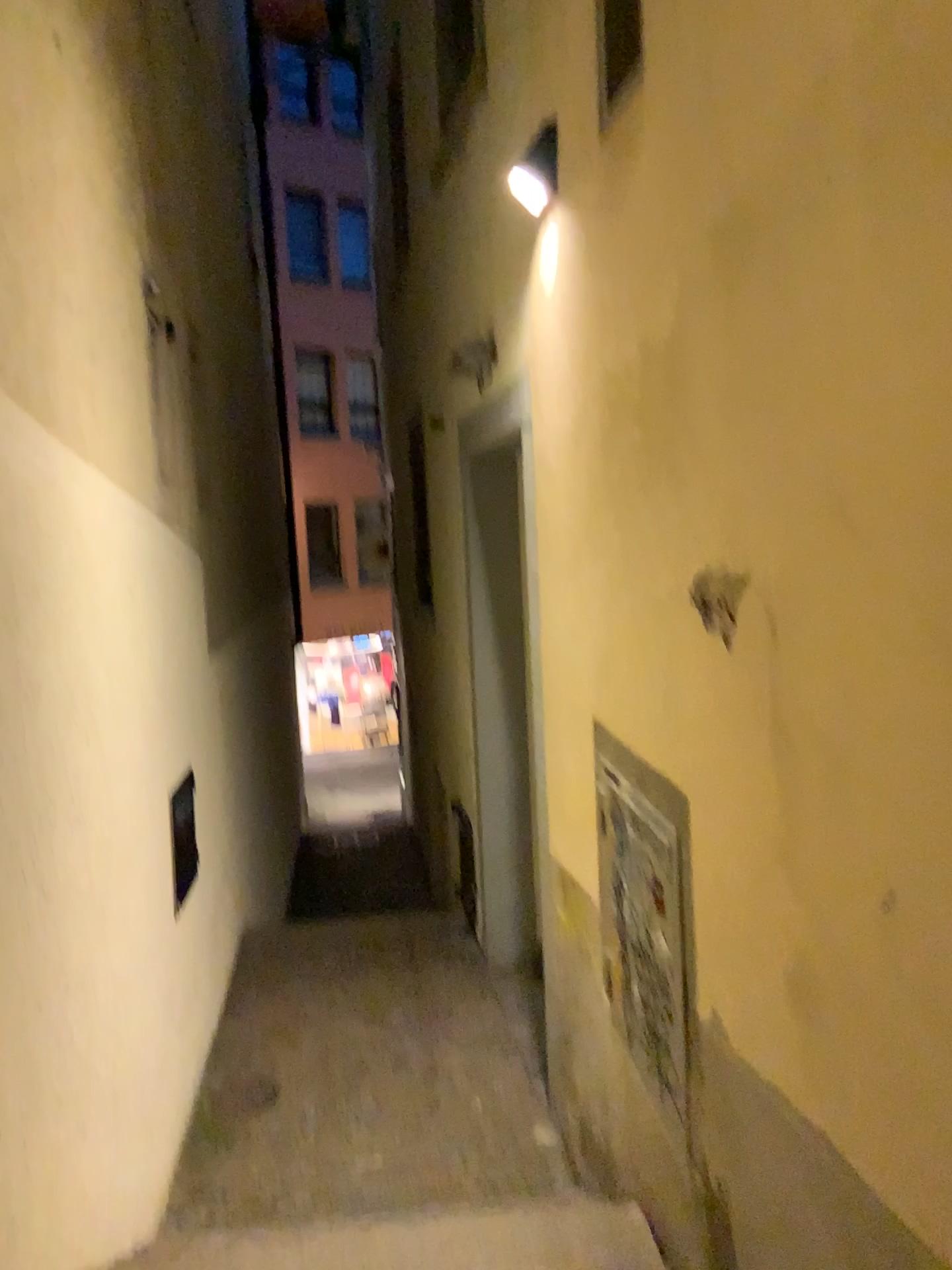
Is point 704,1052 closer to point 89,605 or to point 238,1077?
point 89,605
